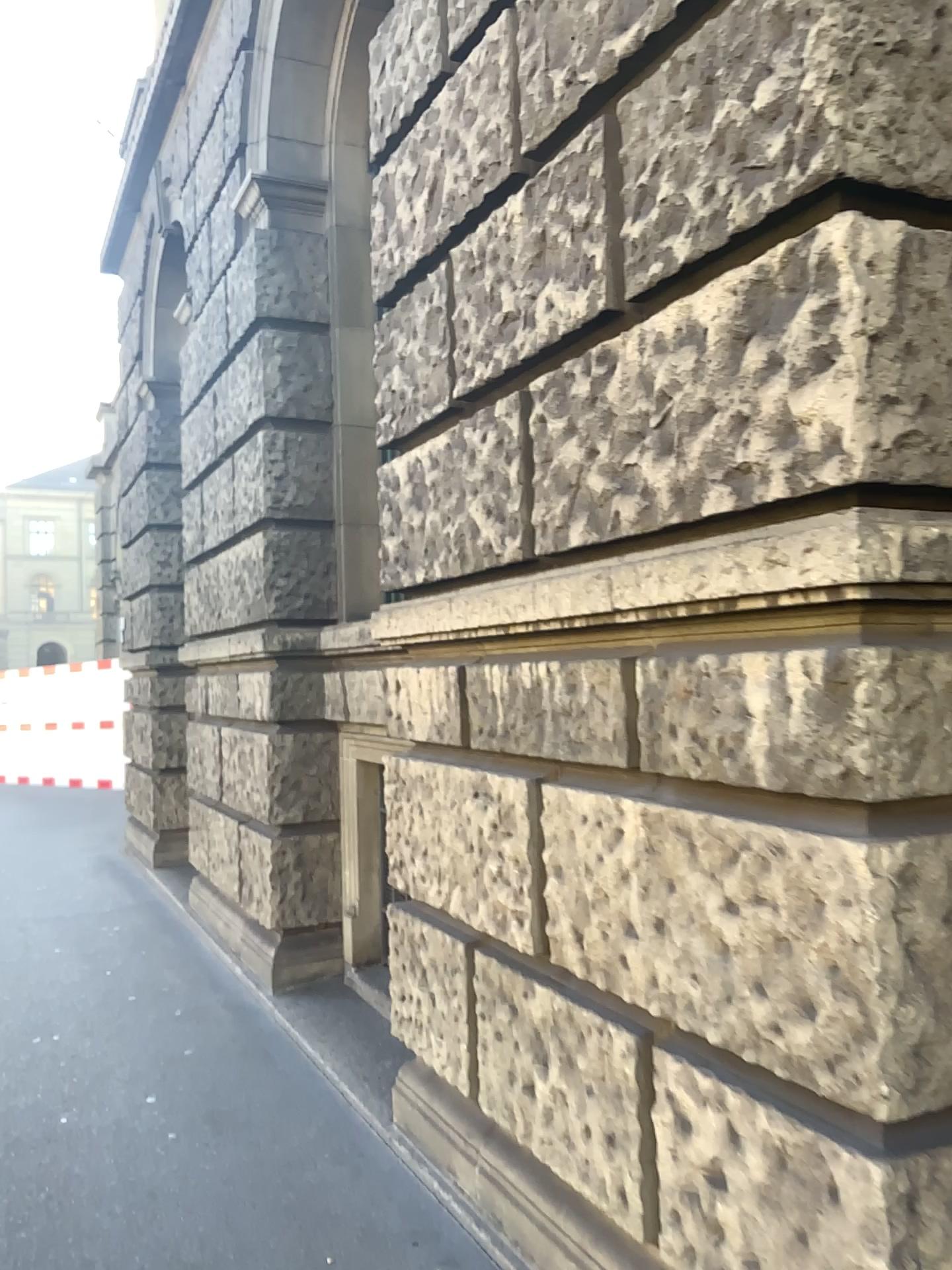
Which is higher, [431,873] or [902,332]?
[902,332]
